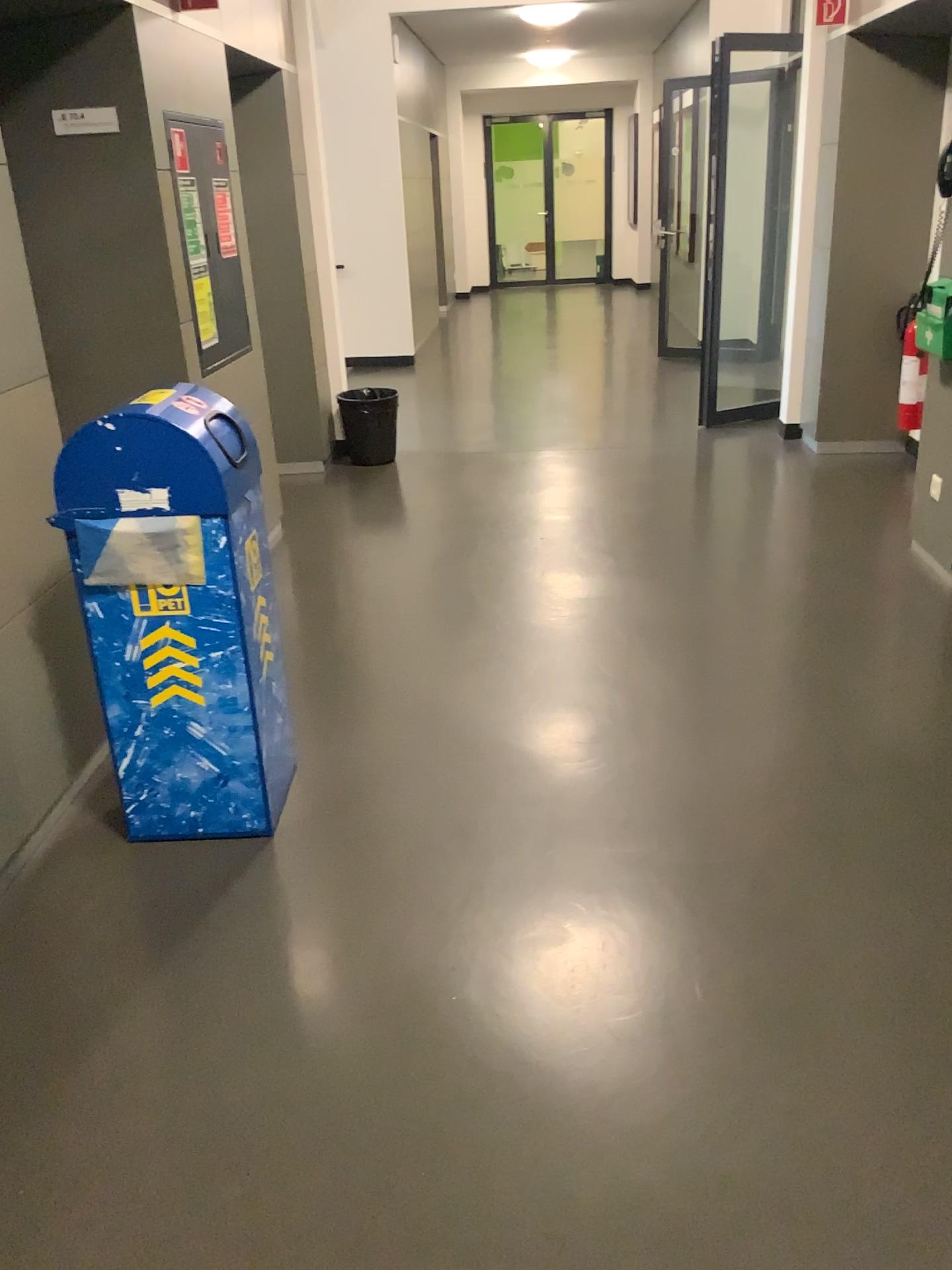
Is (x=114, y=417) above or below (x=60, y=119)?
below

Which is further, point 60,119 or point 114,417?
point 60,119

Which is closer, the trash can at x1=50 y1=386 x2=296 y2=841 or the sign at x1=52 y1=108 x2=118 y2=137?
the trash can at x1=50 y1=386 x2=296 y2=841

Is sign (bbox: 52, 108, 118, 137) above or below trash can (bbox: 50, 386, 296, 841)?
above

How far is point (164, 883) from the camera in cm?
250
